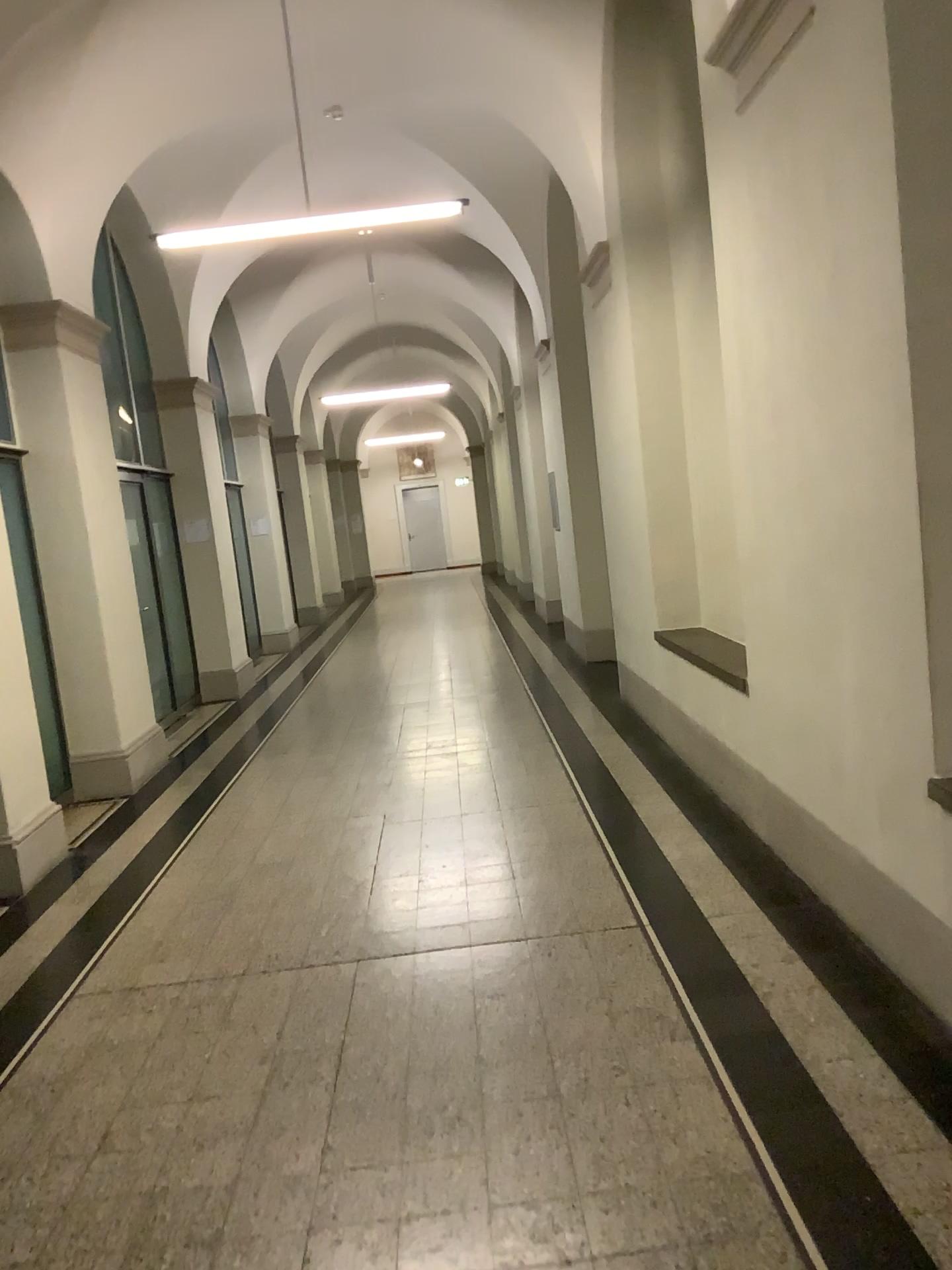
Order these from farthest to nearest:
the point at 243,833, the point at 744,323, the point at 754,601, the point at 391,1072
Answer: the point at 243,833 → the point at 754,601 → the point at 744,323 → the point at 391,1072
